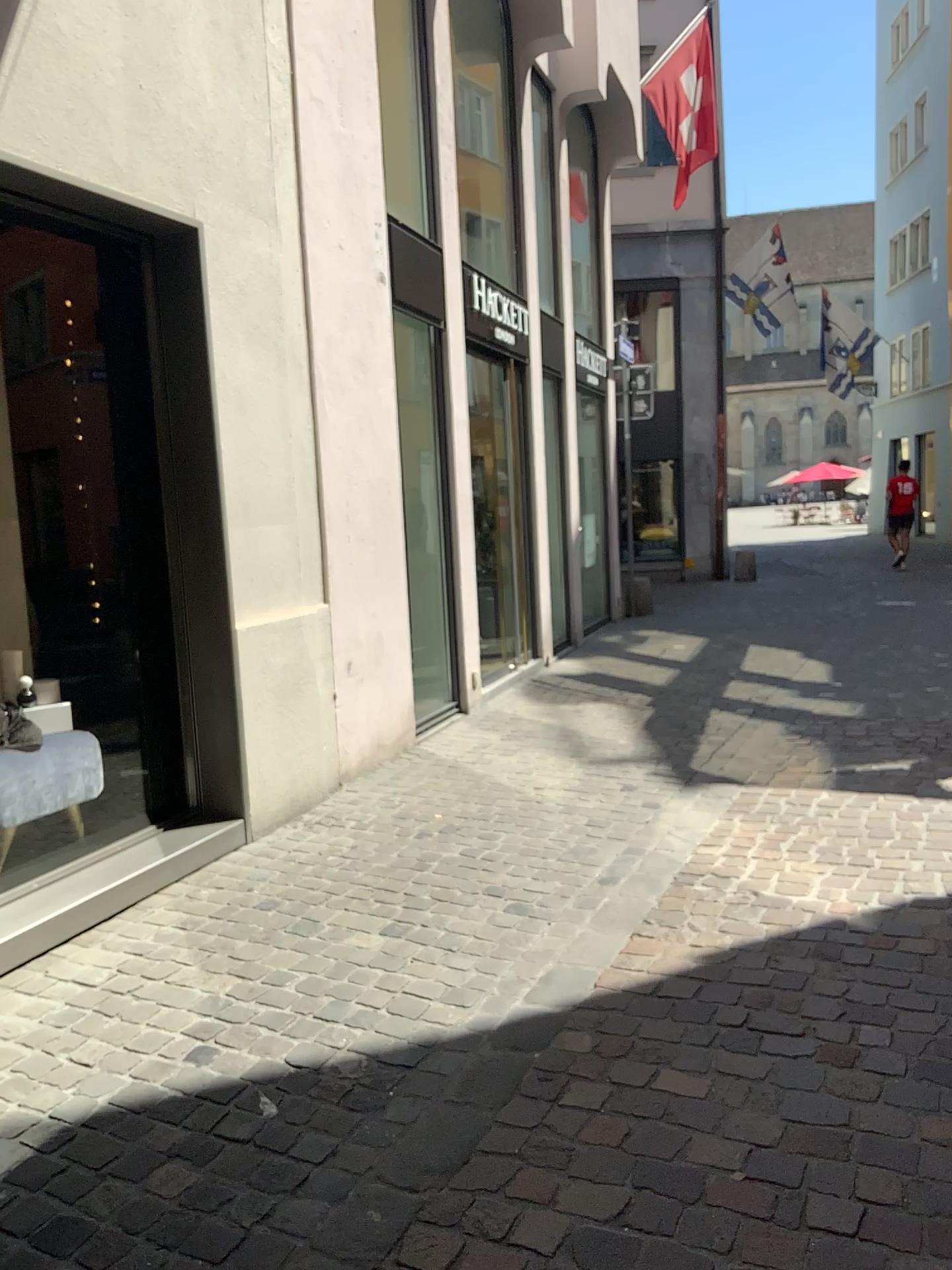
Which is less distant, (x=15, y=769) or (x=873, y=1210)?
(x=873, y=1210)

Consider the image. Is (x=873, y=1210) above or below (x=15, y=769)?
below

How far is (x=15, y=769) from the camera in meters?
3.6 m

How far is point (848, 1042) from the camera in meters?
2.5 m

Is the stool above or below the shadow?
above

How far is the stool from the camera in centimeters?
361cm

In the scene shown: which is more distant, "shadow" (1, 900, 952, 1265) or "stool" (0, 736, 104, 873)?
"stool" (0, 736, 104, 873)
